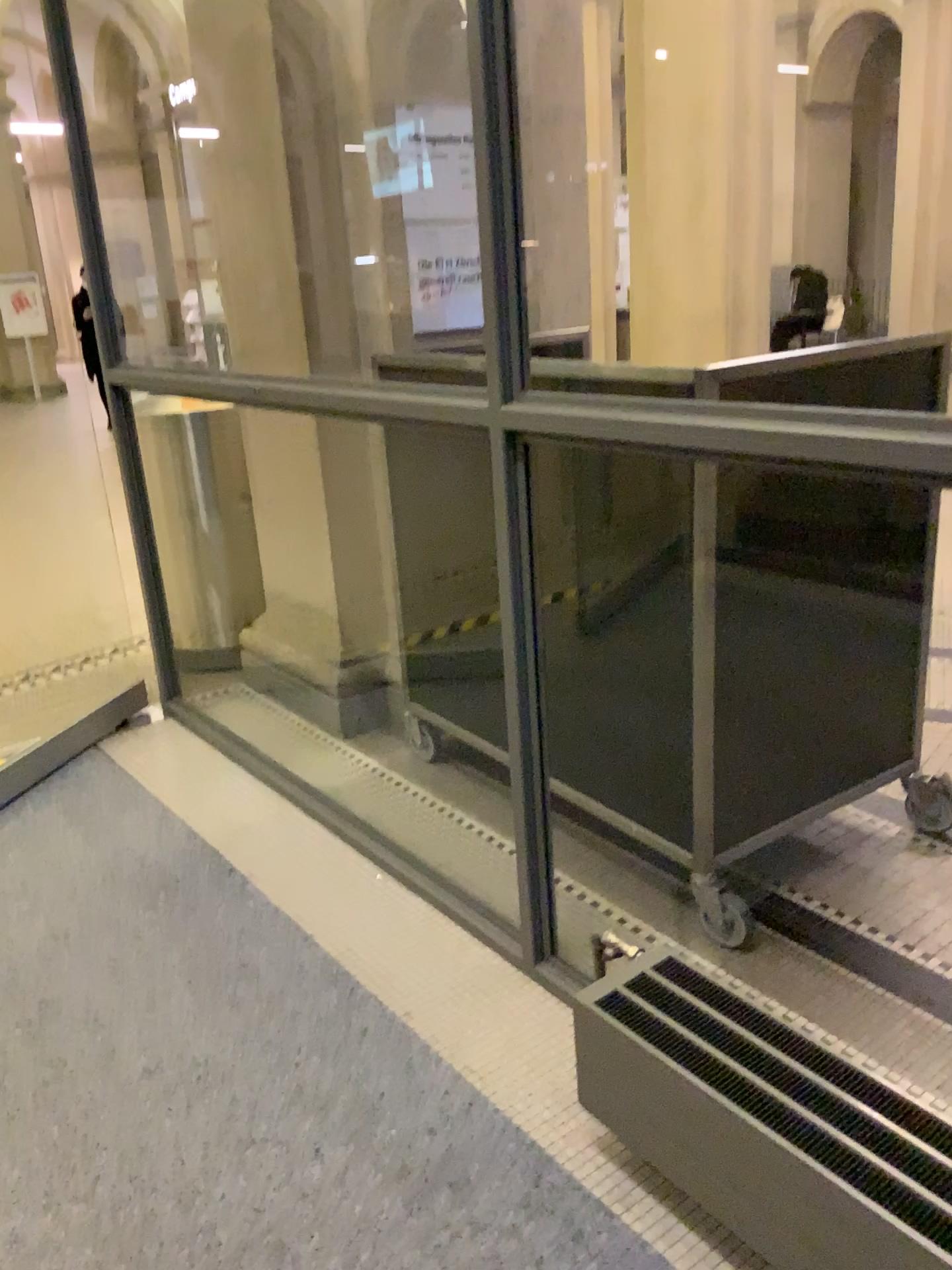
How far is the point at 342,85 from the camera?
2.95m

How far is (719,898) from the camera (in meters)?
2.28

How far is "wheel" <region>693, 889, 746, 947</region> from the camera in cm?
228
